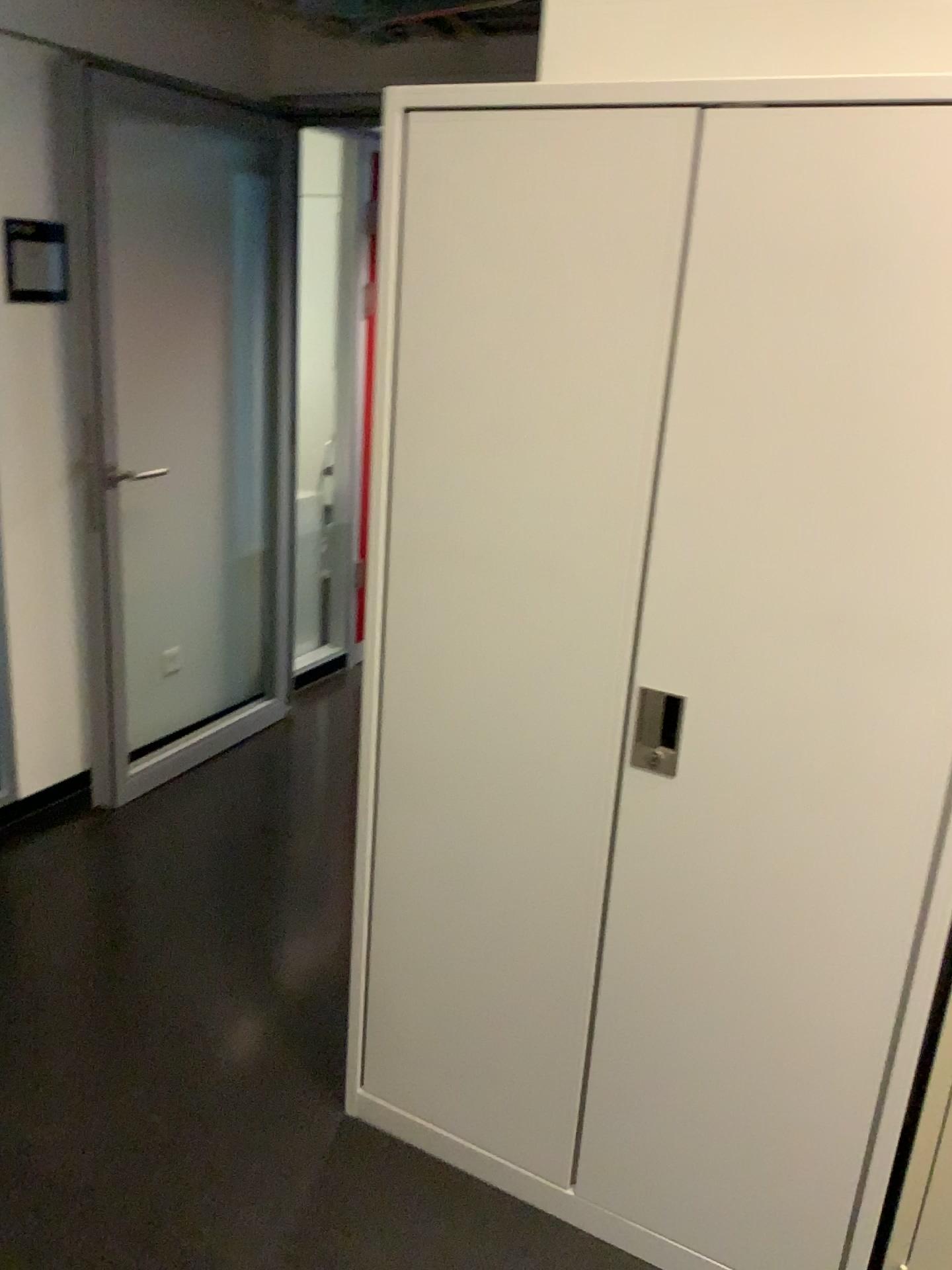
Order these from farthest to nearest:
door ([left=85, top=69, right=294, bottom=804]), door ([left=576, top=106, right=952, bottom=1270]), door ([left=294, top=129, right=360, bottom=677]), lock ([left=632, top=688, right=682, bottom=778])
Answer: door ([left=294, top=129, right=360, bottom=677]), door ([left=85, top=69, right=294, bottom=804]), lock ([left=632, top=688, right=682, bottom=778]), door ([left=576, top=106, right=952, bottom=1270])

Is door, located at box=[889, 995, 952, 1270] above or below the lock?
below

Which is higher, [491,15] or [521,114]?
[491,15]

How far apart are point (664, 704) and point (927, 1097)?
0.7 meters

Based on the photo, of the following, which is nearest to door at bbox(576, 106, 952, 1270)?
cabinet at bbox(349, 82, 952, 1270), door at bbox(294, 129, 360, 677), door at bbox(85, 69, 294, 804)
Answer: cabinet at bbox(349, 82, 952, 1270)

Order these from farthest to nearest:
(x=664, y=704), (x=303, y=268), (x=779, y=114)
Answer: (x=303, y=268)
(x=664, y=704)
(x=779, y=114)

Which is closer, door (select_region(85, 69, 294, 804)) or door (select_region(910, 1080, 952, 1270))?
door (select_region(910, 1080, 952, 1270))

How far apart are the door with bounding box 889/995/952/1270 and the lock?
0.6 meters

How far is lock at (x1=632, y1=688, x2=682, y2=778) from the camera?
1.6 meters

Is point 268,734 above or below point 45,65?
below
